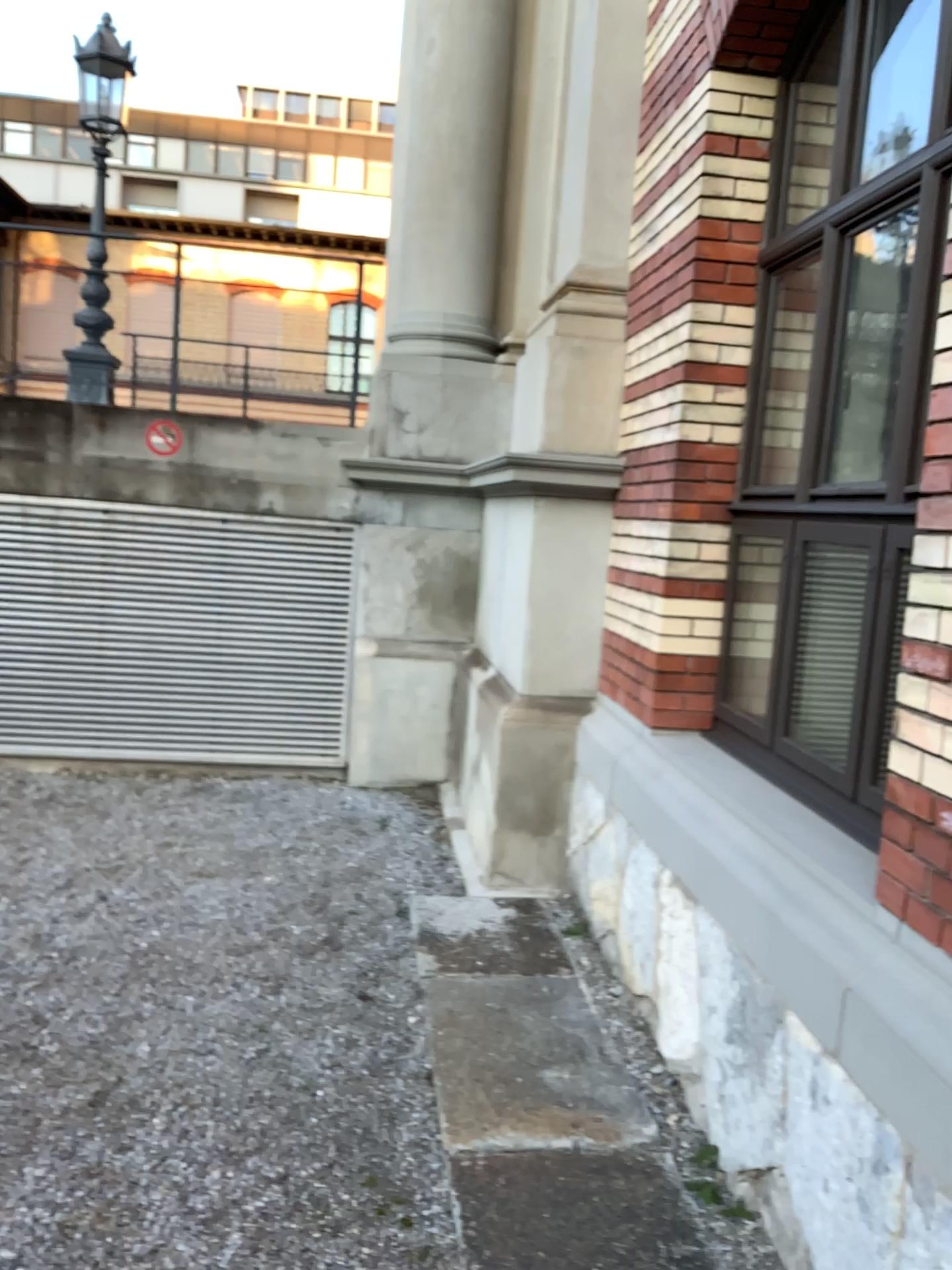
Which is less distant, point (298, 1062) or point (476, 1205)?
point (476, 1205)
